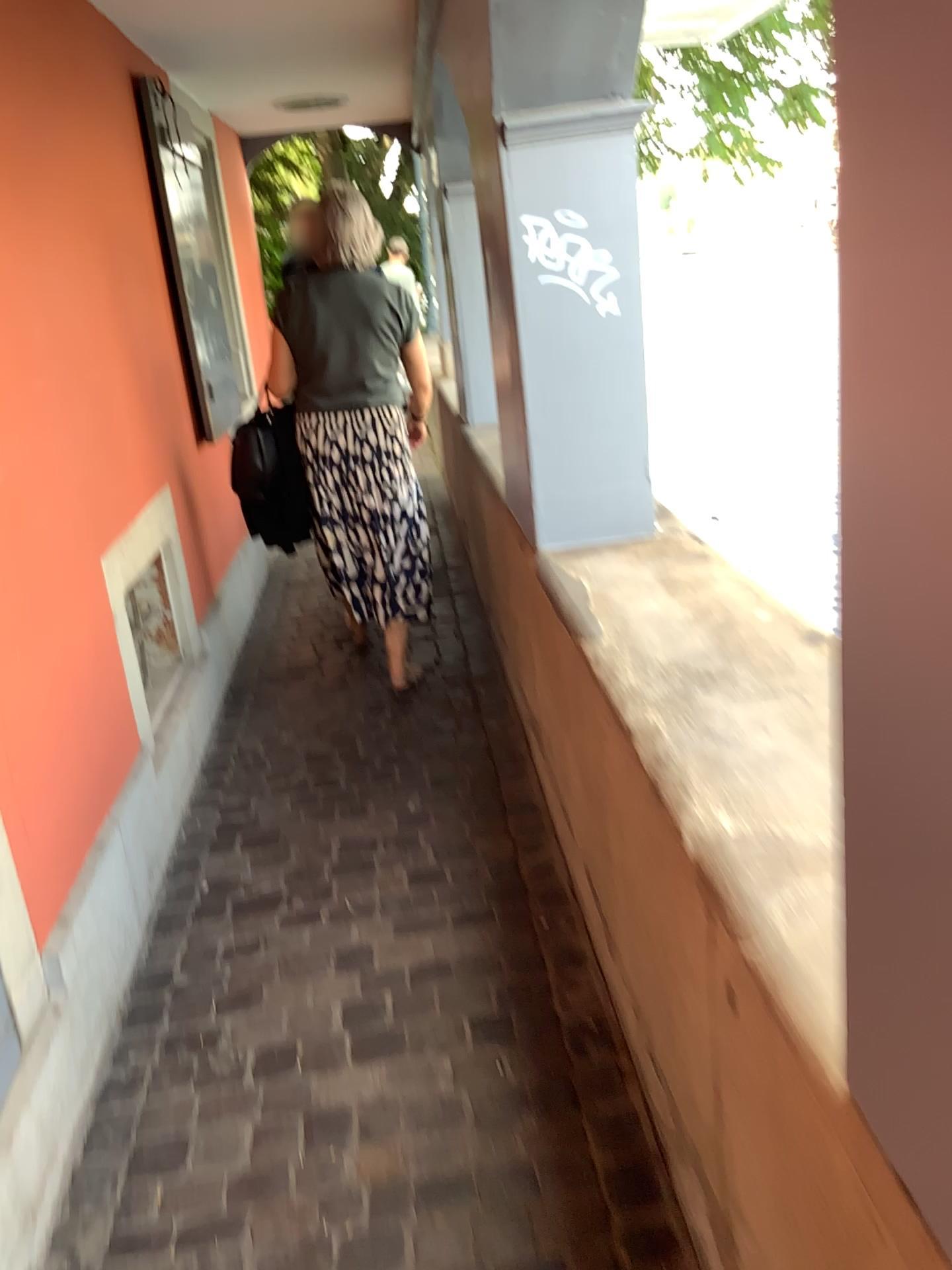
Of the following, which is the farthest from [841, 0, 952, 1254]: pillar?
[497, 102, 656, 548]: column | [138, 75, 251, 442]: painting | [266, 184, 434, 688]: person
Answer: [138, 75, 251, 442]: painting

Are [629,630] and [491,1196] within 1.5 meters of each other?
yes

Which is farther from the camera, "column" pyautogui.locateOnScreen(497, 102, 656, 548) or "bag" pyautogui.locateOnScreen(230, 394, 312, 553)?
"bag" pyautogui.locateOnScreen(230, 394, 312, 553)

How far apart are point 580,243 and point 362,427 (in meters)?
1.35

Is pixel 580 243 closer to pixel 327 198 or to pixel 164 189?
pixel 327 198

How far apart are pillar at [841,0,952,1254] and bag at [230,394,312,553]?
2.99m

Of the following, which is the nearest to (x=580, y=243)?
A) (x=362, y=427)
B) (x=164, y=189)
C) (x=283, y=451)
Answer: (x=362, y=427)

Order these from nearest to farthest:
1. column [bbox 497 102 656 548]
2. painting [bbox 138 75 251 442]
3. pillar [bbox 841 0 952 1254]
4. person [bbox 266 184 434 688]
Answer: pillar [bbox 841 0 952 1254] → column [bbox 497 102 656 548] → person [bbox 266 184 434 688] → painting [bbox 138 75 251 442]

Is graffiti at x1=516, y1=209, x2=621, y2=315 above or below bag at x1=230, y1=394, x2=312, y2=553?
above

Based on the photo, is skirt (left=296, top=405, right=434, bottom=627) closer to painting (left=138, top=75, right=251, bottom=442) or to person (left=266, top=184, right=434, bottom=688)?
person (left=266, top=184, right=434, bottom=688)
